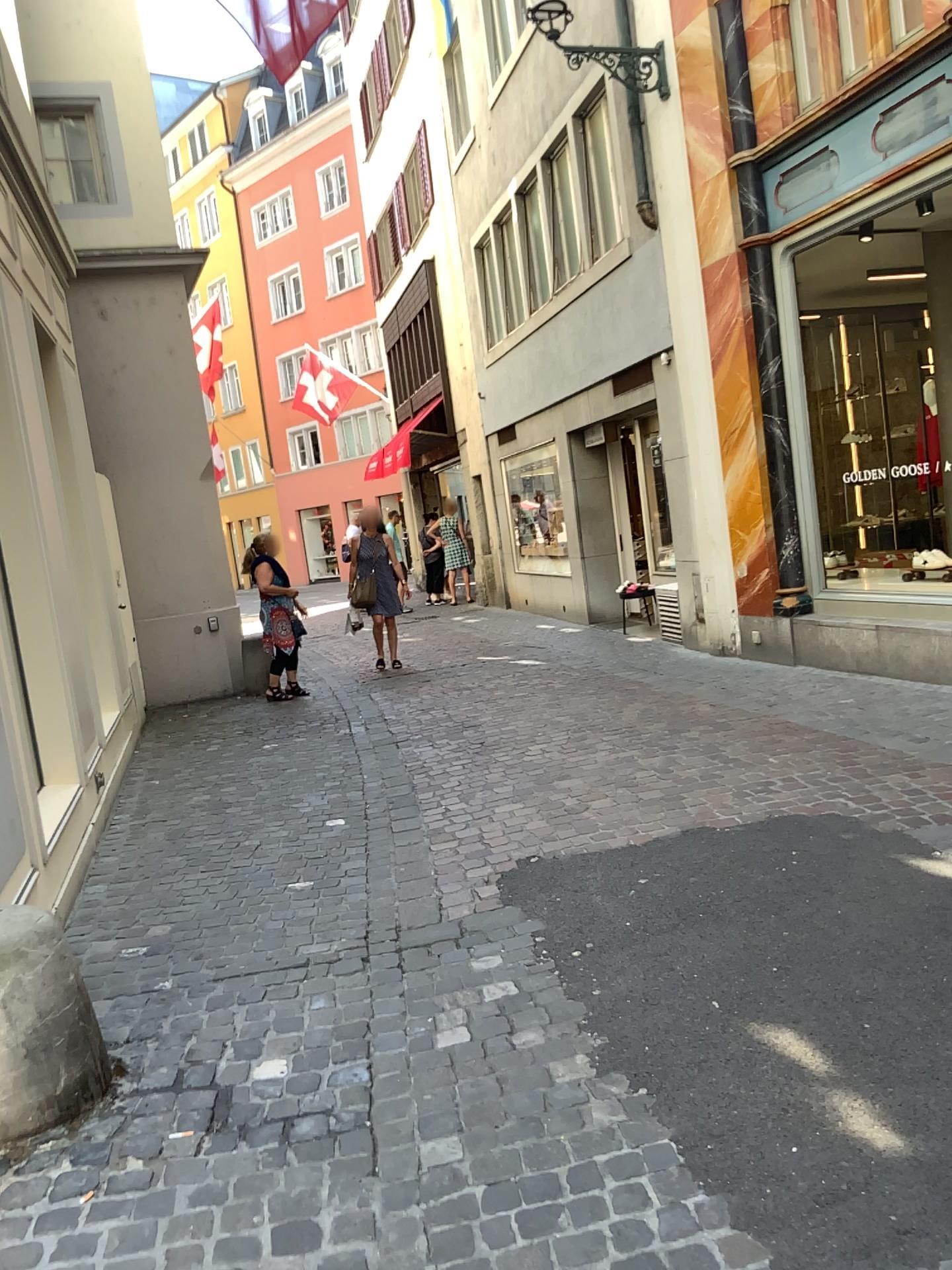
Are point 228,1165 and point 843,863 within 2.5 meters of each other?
yes
